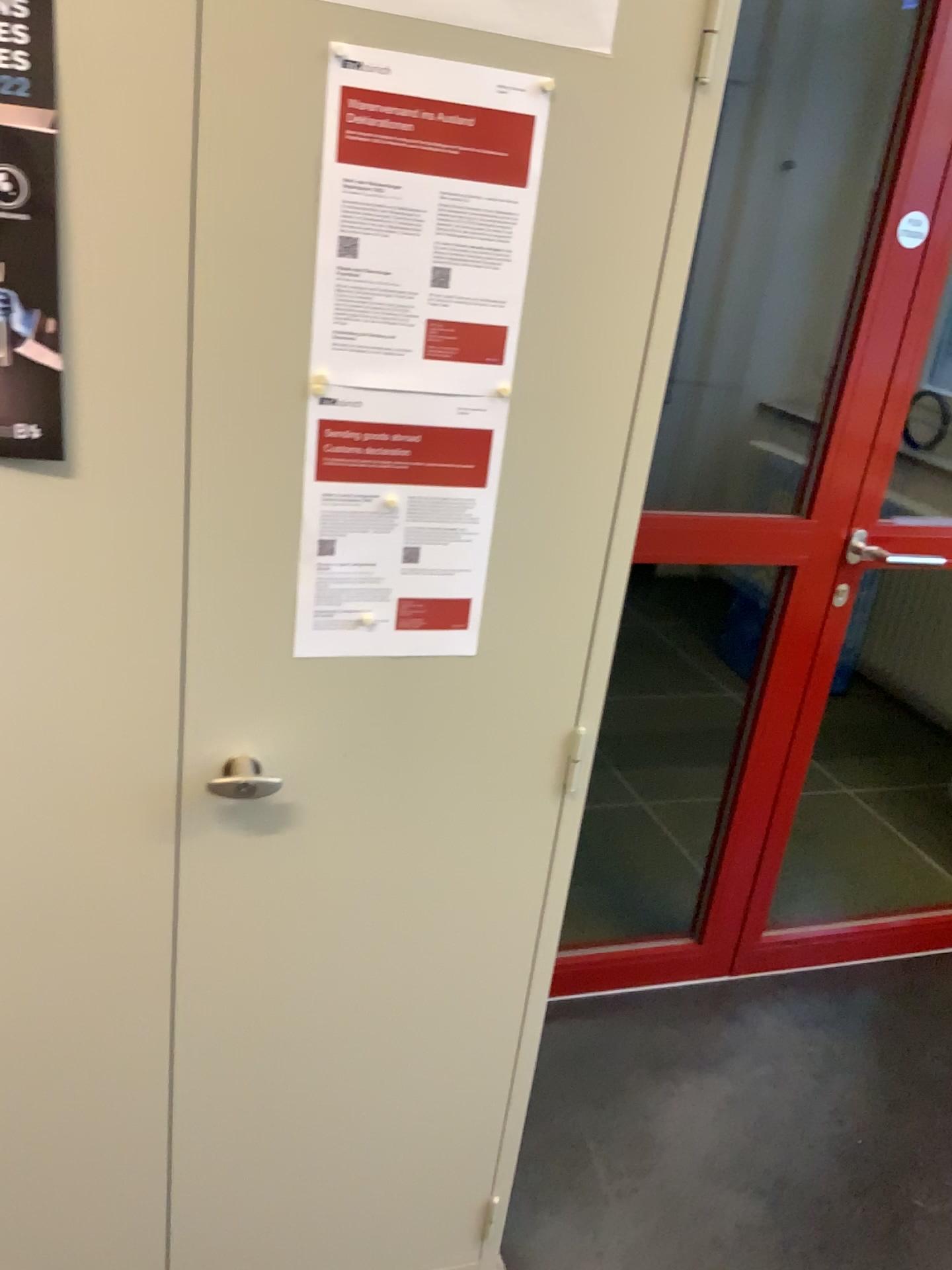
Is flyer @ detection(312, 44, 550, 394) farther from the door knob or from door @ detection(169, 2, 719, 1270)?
the door knob

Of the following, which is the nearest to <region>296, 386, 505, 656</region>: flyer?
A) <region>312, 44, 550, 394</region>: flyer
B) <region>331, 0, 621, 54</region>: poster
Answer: <region>312, 44, 550, 394</region>: flyer

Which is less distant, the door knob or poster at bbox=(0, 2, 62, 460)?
poster at bbox=(0, 2, 62, 460)

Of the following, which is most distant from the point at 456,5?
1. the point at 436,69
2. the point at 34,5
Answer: the point at 34,5

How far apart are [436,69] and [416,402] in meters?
0.3

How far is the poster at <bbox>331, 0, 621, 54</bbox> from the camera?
0.9m

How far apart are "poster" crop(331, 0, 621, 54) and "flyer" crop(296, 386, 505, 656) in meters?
0.3 m

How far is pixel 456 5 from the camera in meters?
0.9 m

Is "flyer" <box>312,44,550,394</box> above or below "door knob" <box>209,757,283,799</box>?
above

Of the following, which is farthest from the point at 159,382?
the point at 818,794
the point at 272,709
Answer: the point at 818,794
